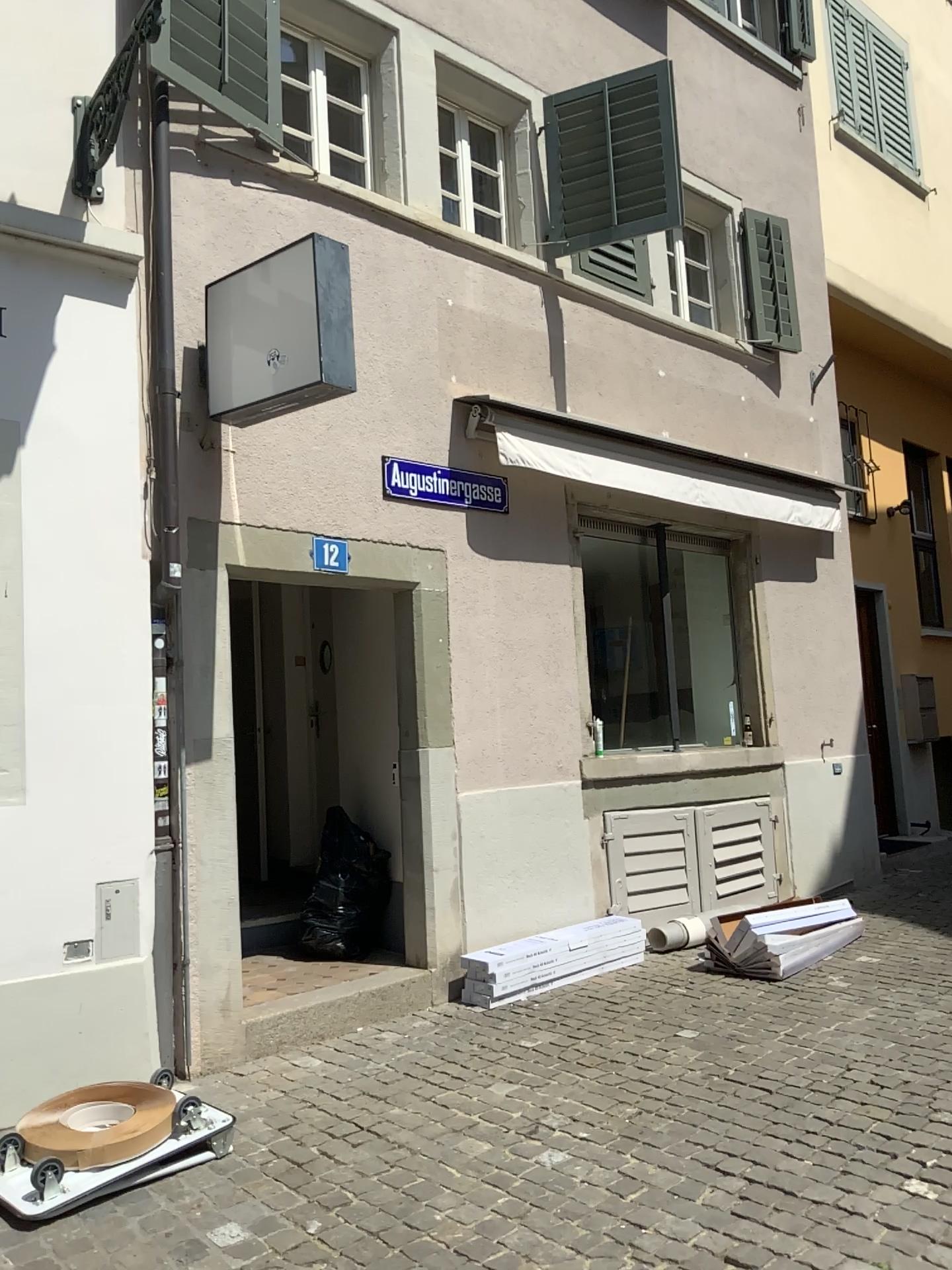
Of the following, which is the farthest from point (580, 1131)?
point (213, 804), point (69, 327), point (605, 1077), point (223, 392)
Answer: point (69, 327)
